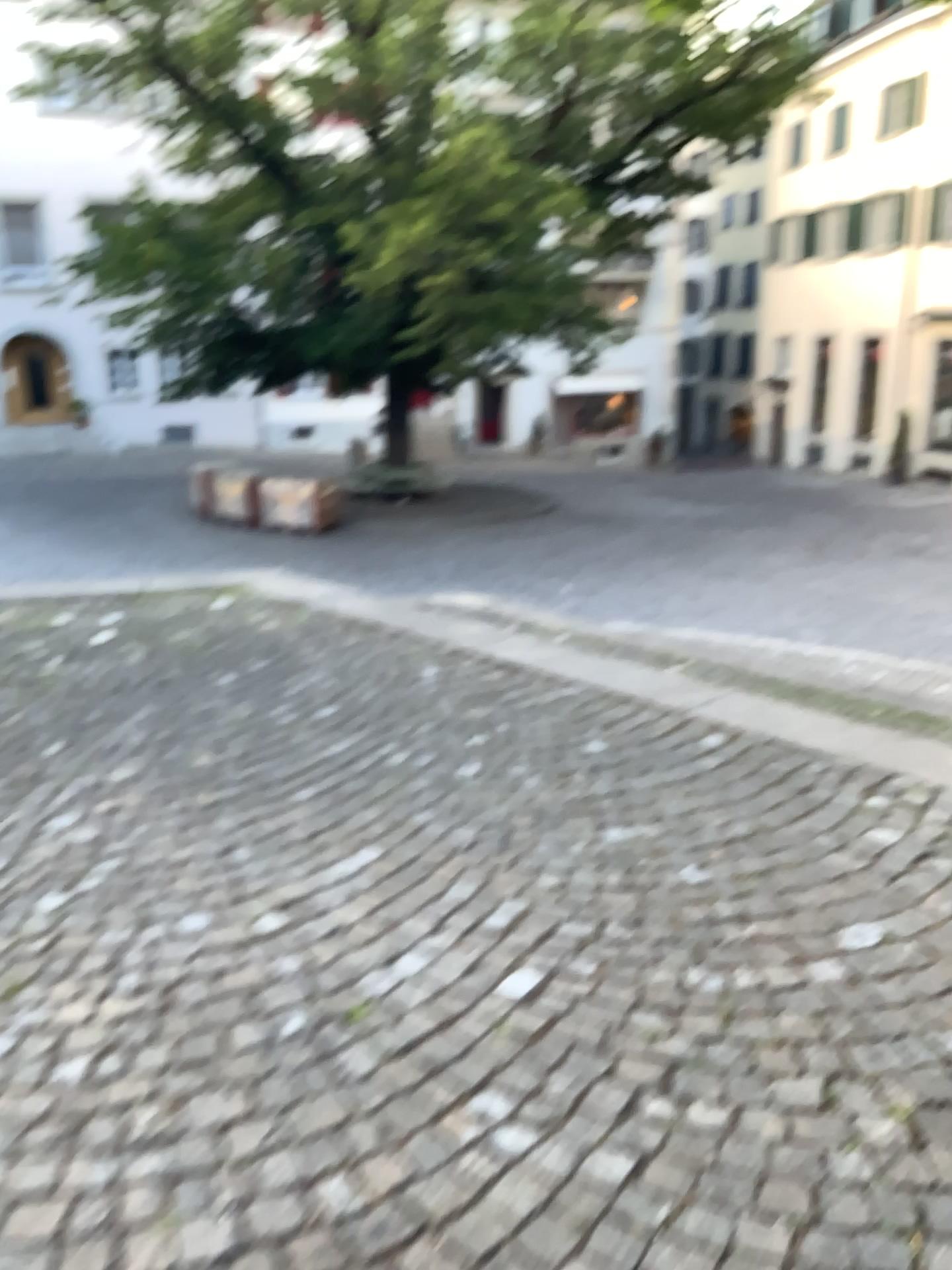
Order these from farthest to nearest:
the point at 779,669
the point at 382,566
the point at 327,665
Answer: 1. the point at 382,566
2. the point at 327,665
3. the point at 779,669
